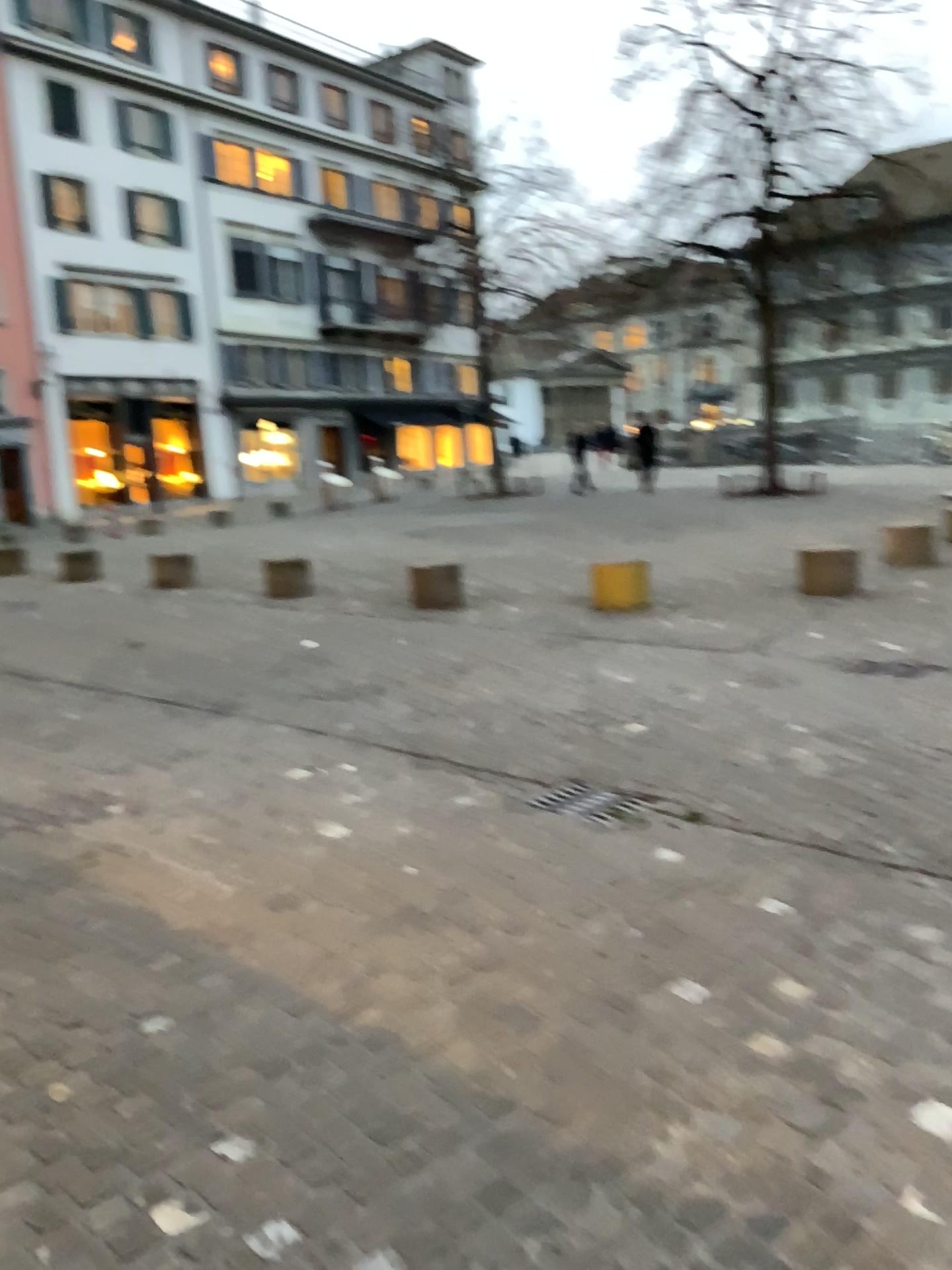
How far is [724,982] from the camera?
2.8 meters
